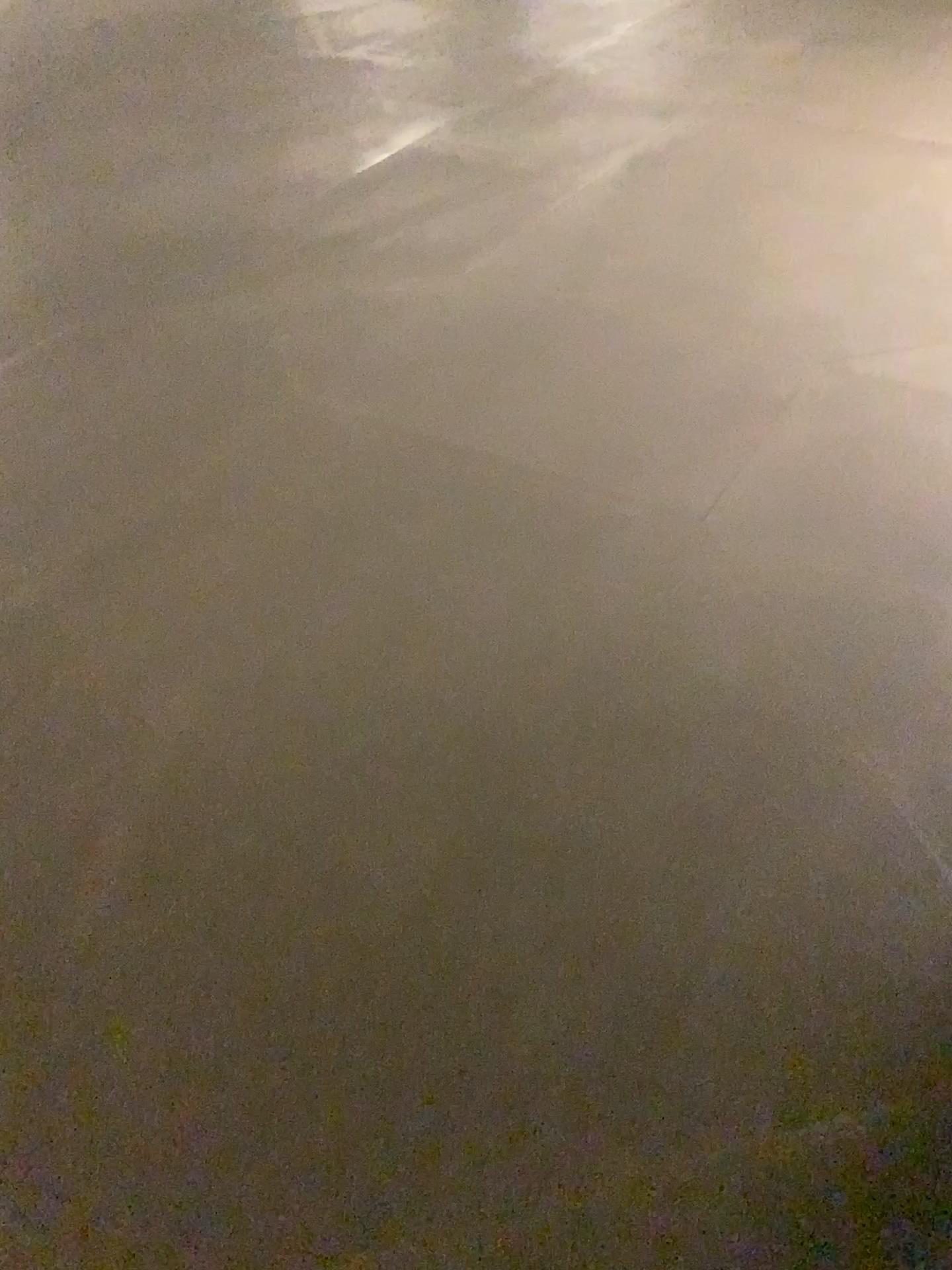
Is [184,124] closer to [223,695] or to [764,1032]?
[223,695]
